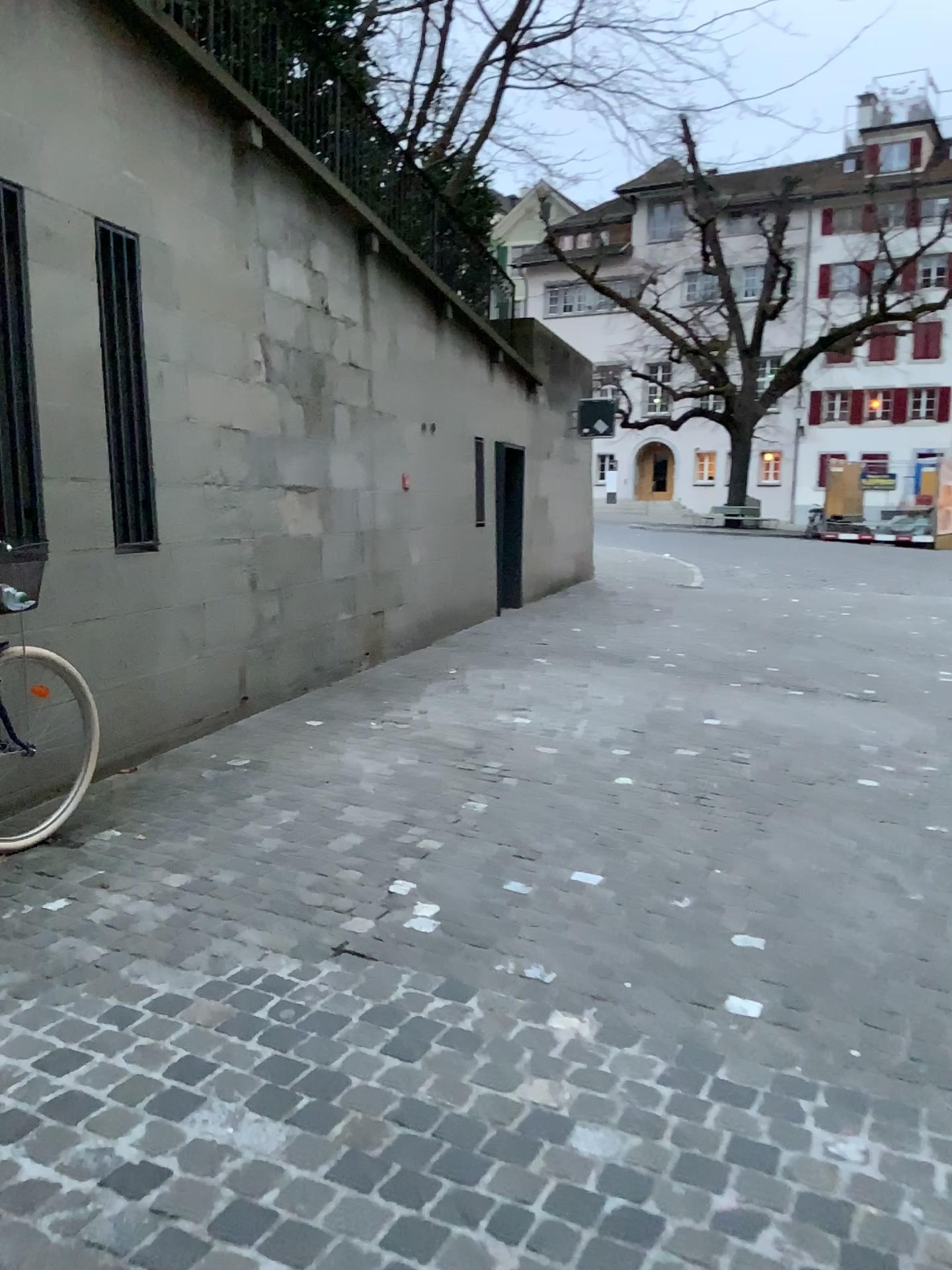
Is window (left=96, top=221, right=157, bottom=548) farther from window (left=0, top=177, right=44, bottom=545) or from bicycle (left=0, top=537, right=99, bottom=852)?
bicycle (left=0, top=537, right=99, bottom=852)

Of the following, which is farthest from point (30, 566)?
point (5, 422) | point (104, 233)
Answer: point (104, 233)

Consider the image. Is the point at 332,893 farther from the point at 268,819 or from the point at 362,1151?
the point at 362,1151

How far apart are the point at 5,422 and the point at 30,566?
0.6 meters

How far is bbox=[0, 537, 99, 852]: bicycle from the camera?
3.6m

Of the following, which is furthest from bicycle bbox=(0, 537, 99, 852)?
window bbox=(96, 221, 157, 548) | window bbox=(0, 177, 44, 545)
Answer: window bbox=(96, 221, 157, 548)

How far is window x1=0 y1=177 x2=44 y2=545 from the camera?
3.87m

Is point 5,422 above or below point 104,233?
below

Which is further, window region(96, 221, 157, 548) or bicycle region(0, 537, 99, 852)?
window region(96, 221, 157, 548)
